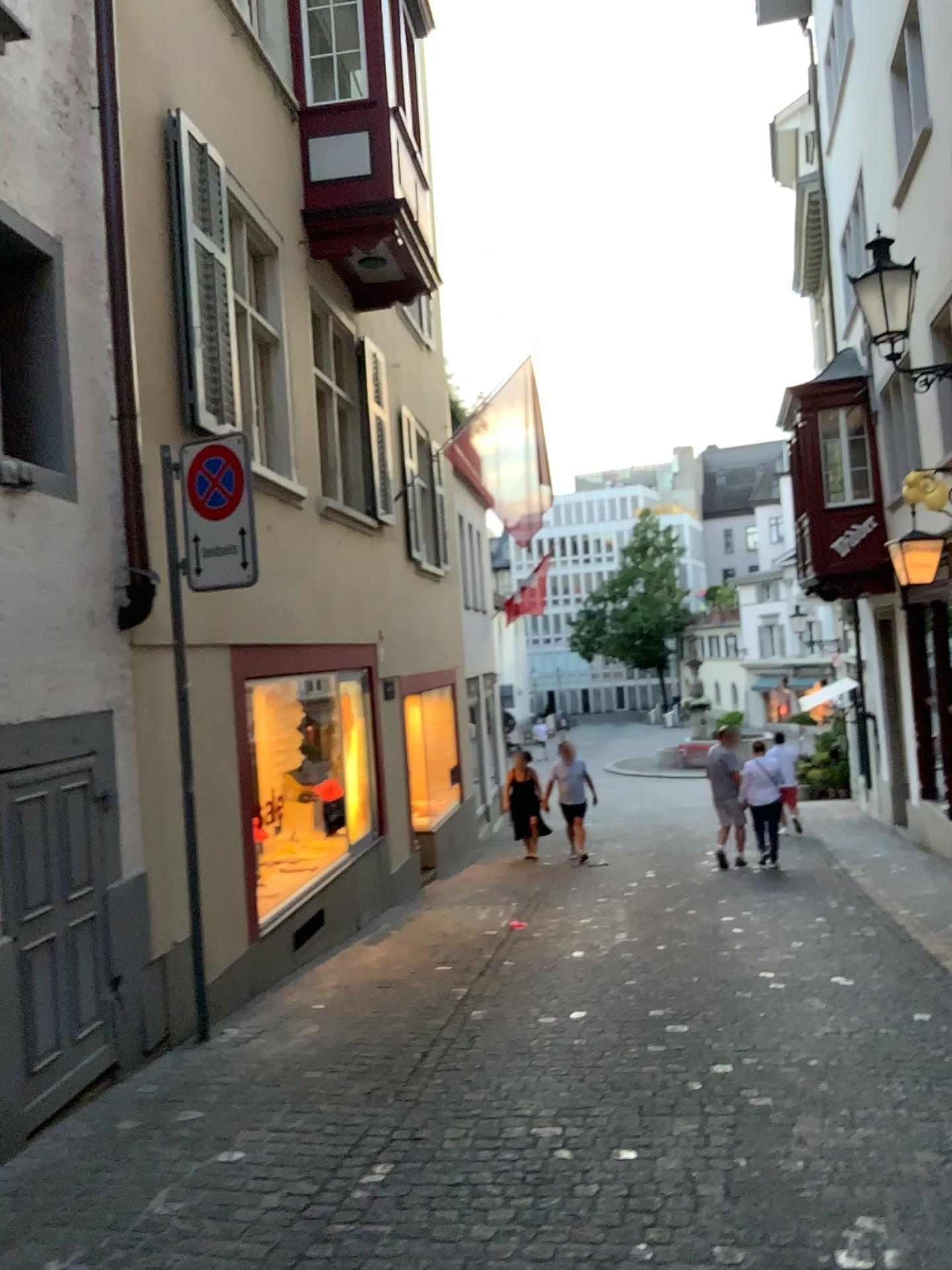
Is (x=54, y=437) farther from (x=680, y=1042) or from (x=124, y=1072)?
(x=680, y=1042)
